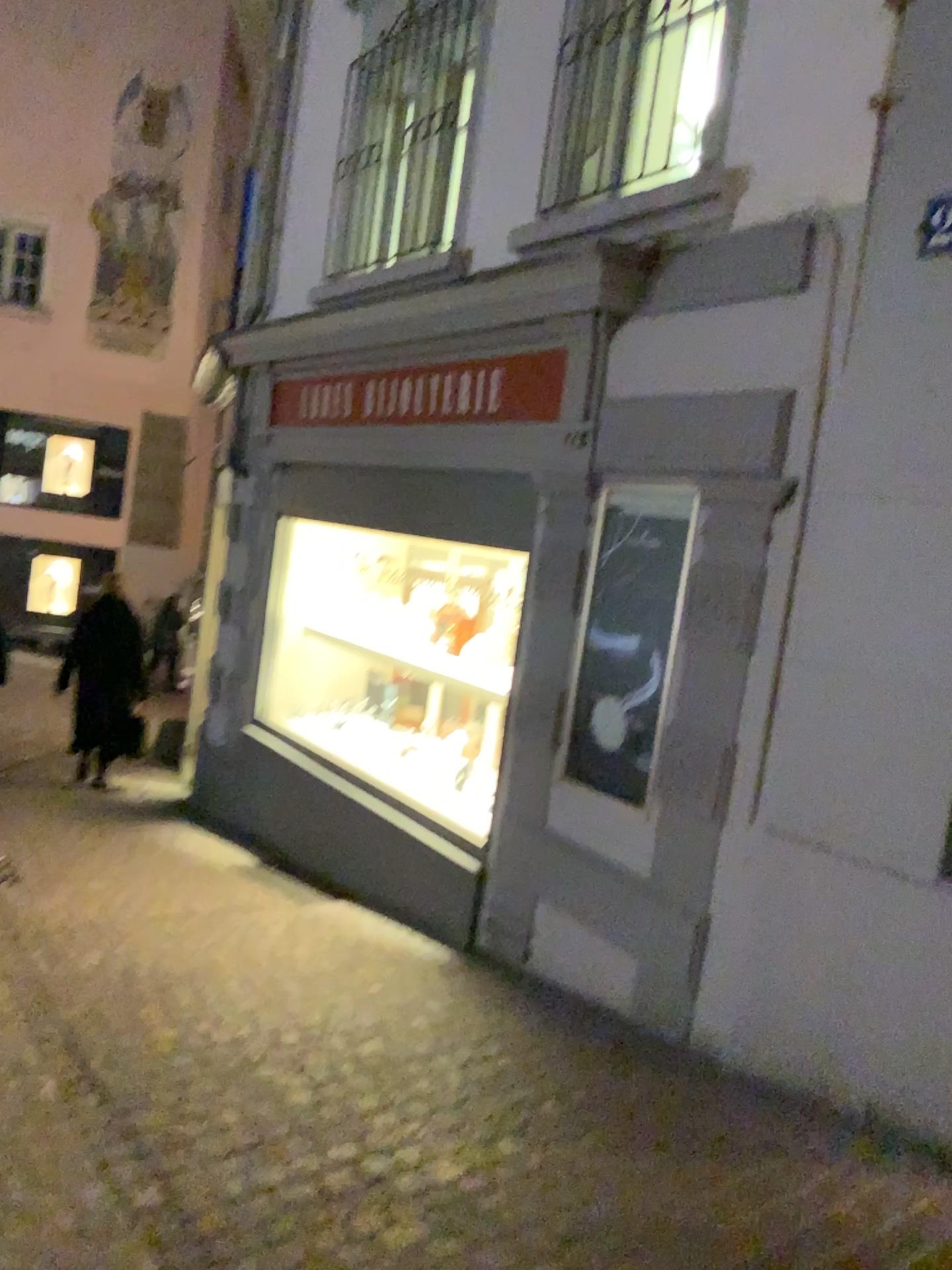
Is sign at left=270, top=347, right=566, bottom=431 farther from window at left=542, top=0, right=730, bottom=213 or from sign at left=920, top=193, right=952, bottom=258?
sign at left=920, top=193, right=952, bottom=258

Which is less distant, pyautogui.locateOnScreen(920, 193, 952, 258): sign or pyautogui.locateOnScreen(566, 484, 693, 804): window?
pyautogui.locateOnScreen(920, 193, 952, 258): sign

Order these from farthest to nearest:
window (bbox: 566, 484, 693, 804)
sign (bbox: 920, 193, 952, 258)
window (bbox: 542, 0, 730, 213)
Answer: window (bbox: 542, 0, 730, 213) < window (bbox: 566, 484, 693, 804) < sign (bbox: 920, 193, 952, 258)

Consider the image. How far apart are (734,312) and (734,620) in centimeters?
99cm

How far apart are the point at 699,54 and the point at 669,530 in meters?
1.9 m

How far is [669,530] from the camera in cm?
370

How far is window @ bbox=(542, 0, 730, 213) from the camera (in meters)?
4.11

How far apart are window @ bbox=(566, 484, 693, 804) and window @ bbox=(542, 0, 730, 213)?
1.2 meters

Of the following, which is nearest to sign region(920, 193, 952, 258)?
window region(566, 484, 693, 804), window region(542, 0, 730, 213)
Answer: window region(566, 484, 693, 804)

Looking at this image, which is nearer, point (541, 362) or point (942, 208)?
point (942, 208)
